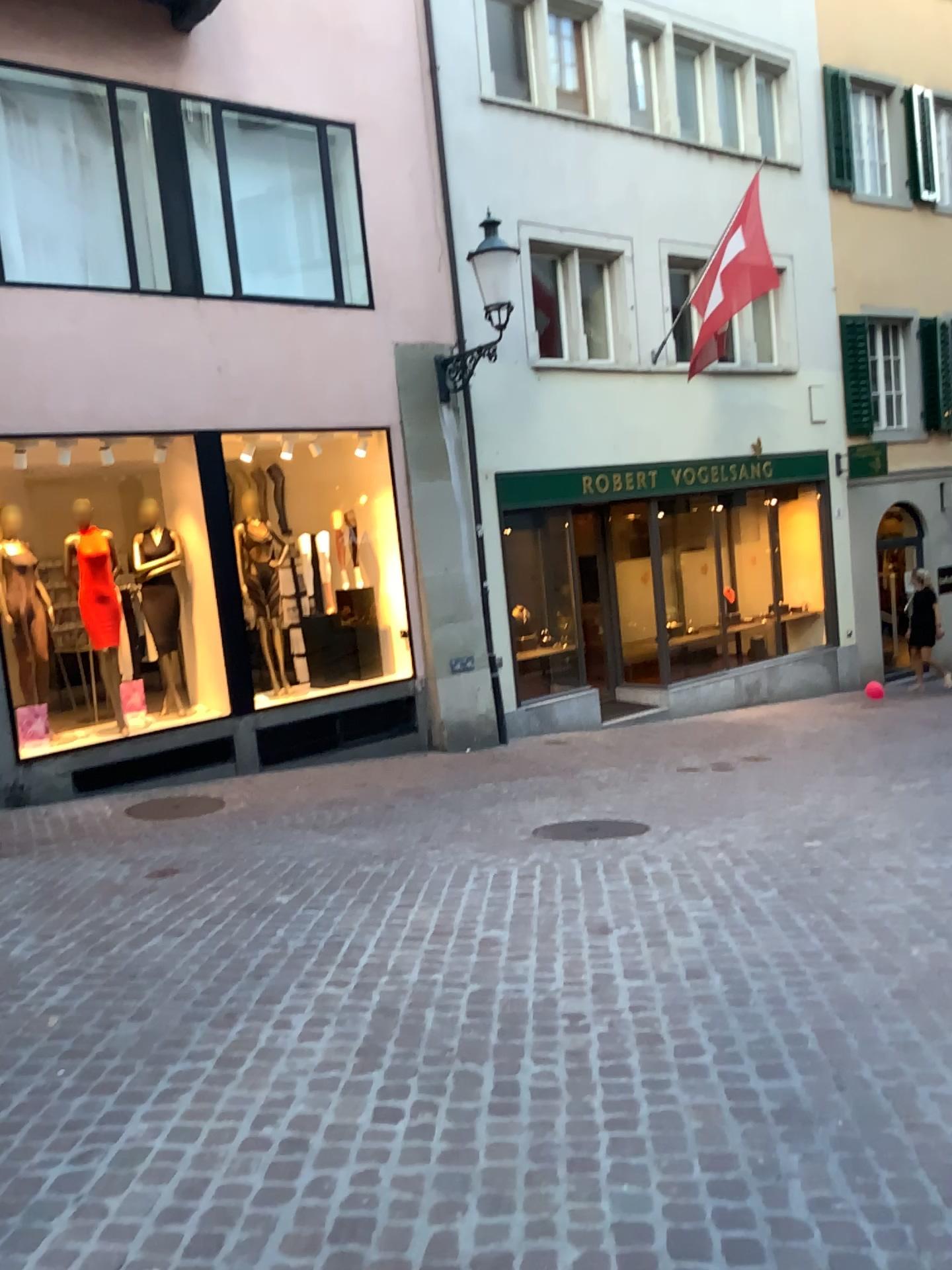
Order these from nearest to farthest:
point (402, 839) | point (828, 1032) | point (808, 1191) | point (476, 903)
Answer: point (808, 1191) < point (828, 1032) < point (476, 903) < point (402, 839)
